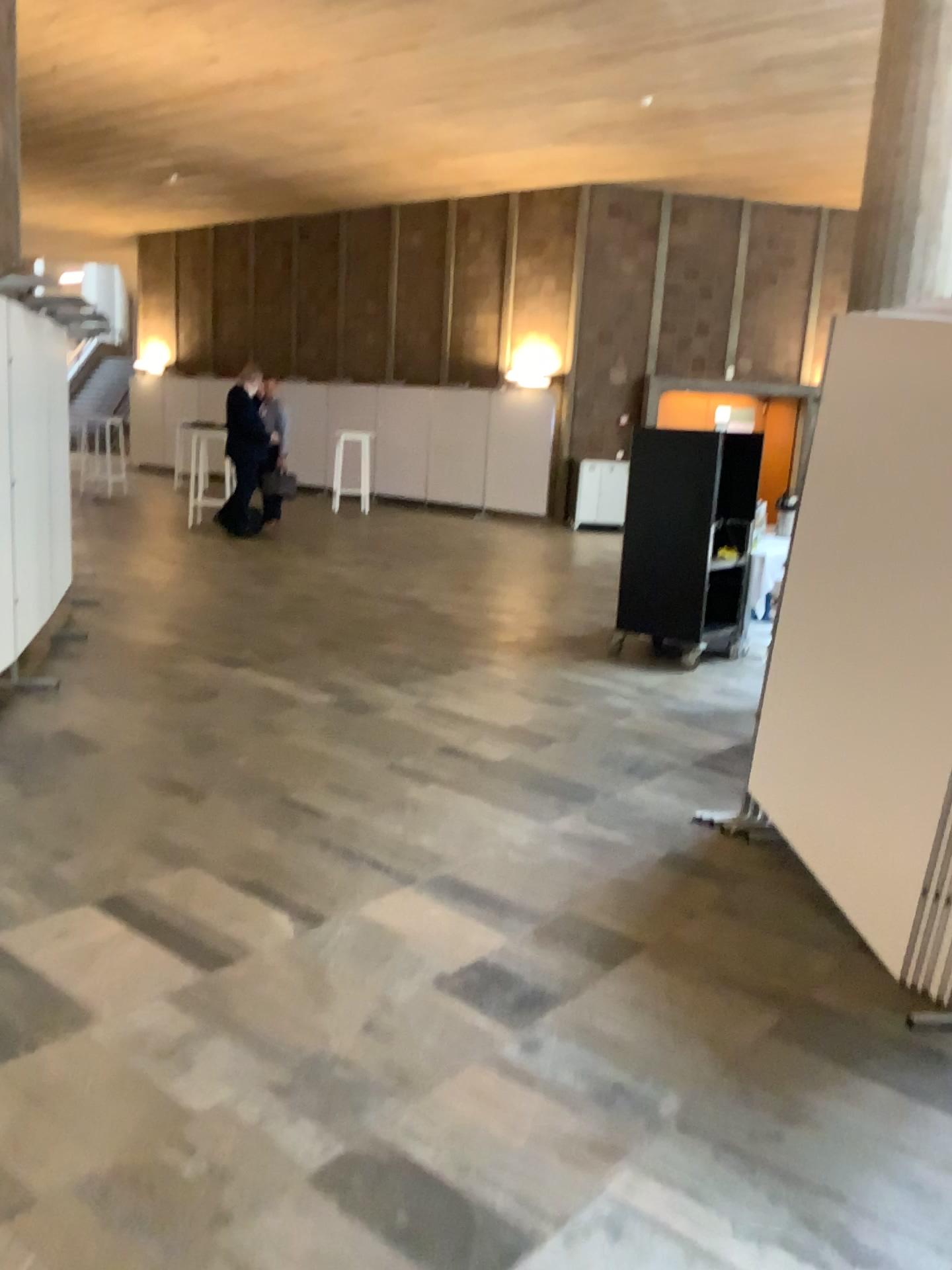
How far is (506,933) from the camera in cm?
316
